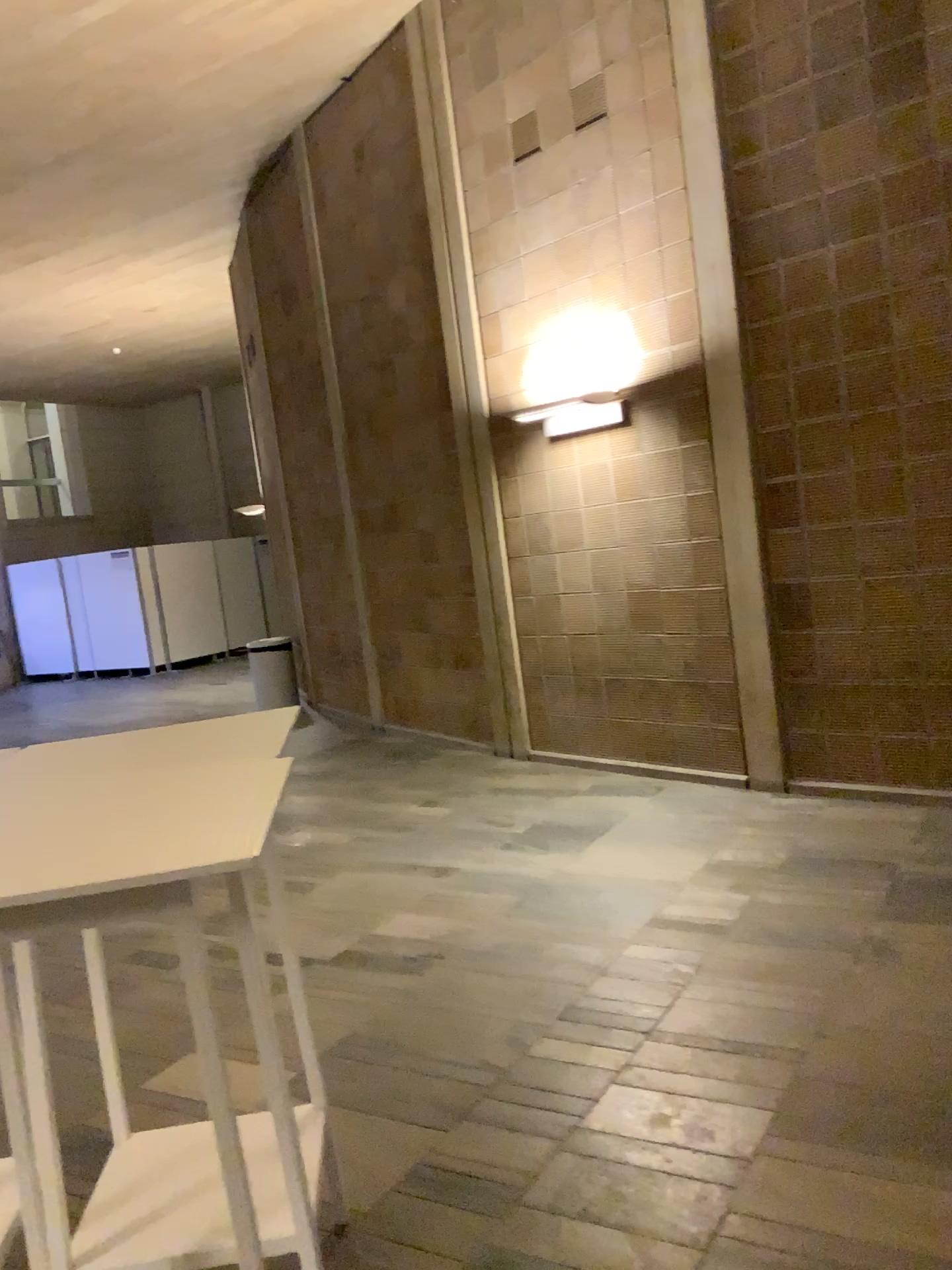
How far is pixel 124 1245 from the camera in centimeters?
192cm

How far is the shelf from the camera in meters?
1.9 m

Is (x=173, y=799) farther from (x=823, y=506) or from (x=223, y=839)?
(x=823, y=506)
